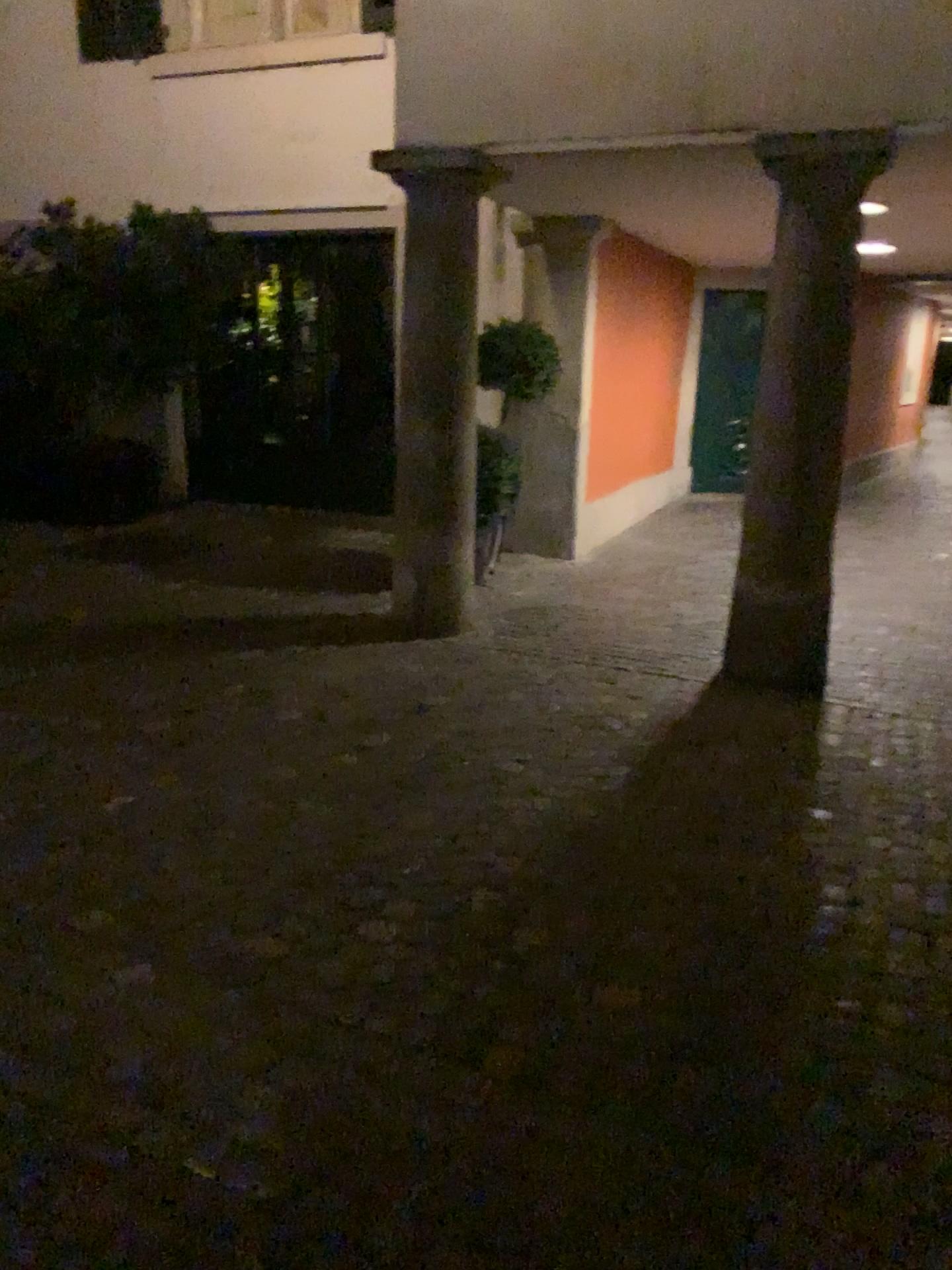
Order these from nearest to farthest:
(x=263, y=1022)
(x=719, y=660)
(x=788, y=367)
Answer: (x=263, y=1022) → (x=788, y=367) → (x=719, y=660)
